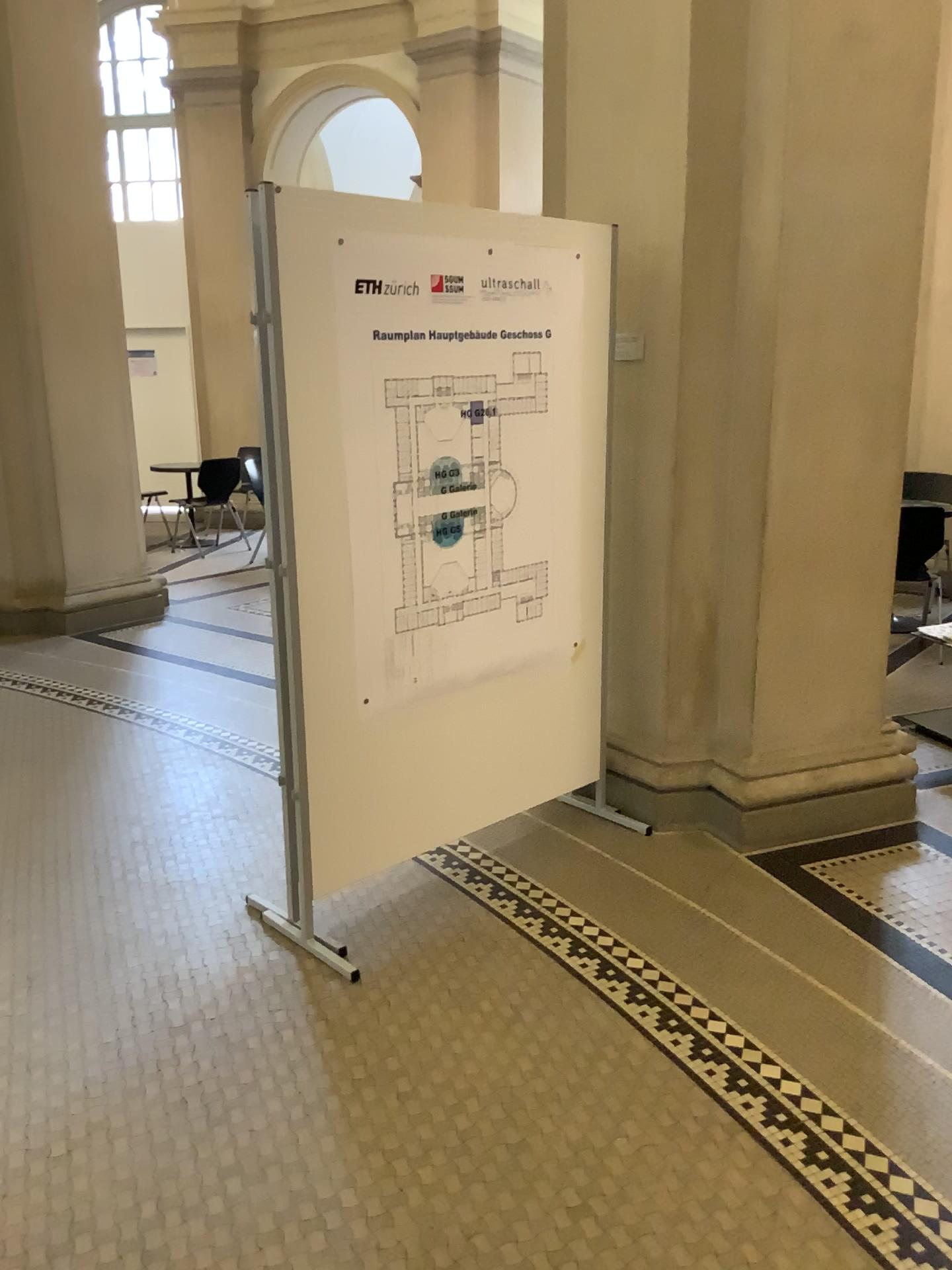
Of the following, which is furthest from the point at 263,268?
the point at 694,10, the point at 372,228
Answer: the point at 694,10

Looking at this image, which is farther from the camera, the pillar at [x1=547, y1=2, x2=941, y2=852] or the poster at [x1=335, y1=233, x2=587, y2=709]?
the pillar at [x1=547, y1=2, x2=941, y2=852]

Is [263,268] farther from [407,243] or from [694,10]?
[694,10]

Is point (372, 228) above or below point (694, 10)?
below

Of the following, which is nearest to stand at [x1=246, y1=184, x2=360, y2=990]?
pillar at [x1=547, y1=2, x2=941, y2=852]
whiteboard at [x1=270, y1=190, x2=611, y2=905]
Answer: whiteboard at [x1=270, y1=190, x2=611, y2=905]

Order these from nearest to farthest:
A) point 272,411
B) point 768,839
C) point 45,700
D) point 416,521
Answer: → 1. point 272,411
2. point 416,521
3. point 768,839
4. point 45,700

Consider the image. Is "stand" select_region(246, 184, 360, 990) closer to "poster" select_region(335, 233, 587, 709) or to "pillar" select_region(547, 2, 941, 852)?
"poster" select_region(335, 233, 587, 709)

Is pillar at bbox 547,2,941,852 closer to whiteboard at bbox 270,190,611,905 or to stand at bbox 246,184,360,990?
whiteboard at bbox 270,190,611,905

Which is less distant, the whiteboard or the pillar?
the whiteboard
